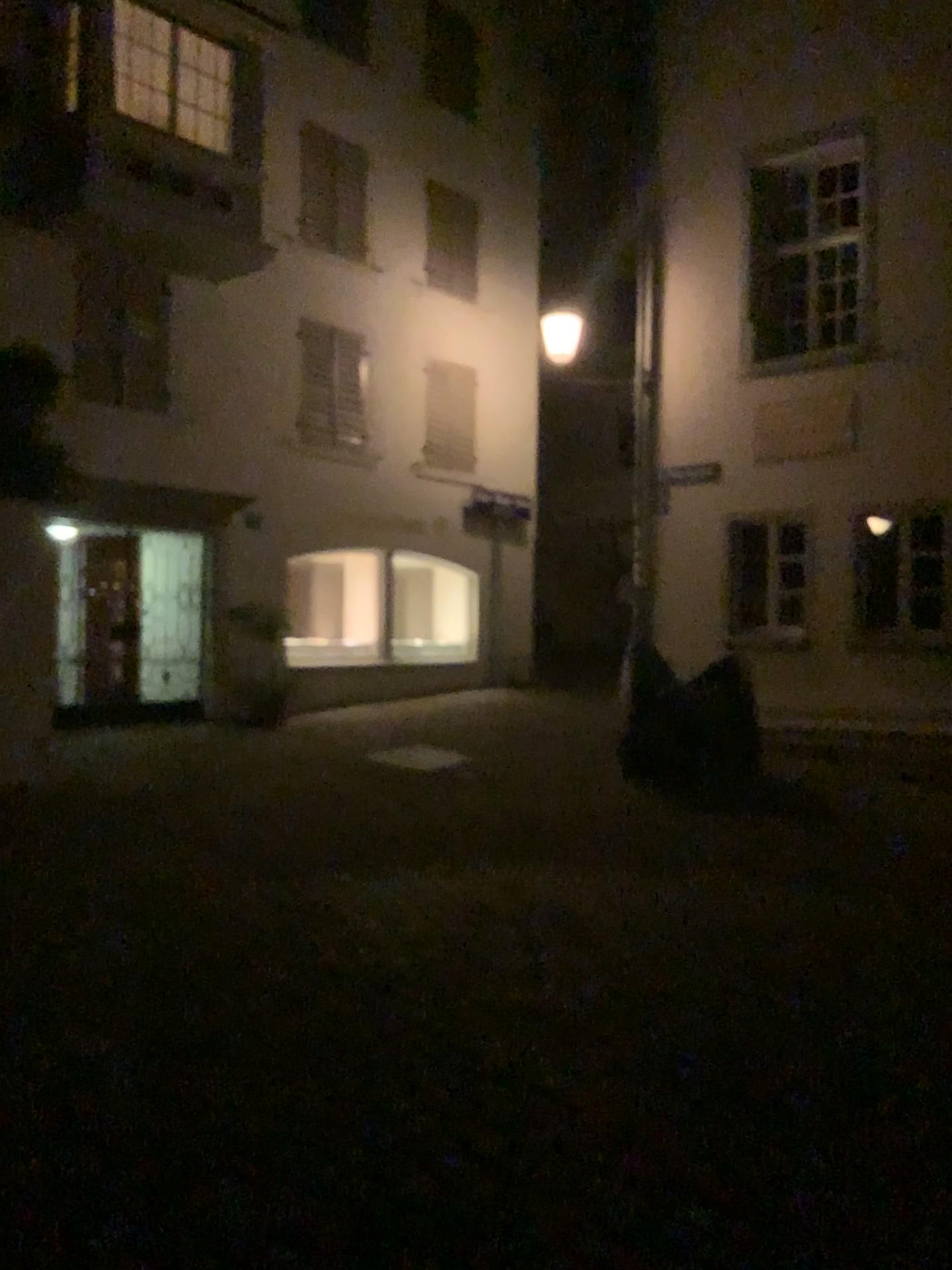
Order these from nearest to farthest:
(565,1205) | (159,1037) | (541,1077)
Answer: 1. (565,1205)
2. (541,1077)
3. (159,1037)
